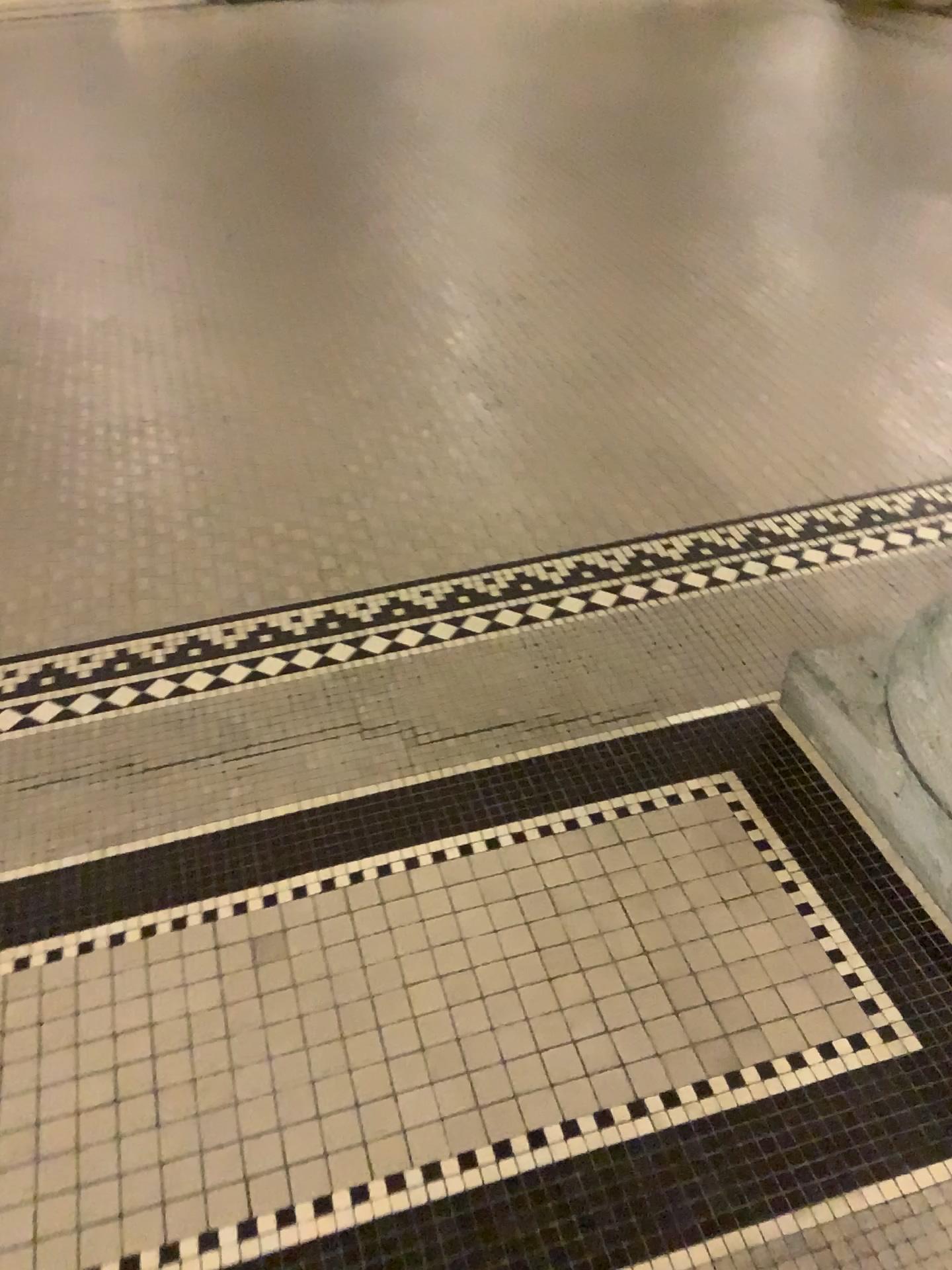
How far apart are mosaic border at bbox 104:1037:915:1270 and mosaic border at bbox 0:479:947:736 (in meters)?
0.89

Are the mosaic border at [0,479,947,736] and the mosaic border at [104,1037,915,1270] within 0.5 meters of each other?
no

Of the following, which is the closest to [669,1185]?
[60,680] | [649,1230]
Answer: [649,1230]

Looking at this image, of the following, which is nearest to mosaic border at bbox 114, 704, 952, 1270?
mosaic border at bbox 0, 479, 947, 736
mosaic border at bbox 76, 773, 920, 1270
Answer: mosaic border at bbox 76, 773, 920, 1270

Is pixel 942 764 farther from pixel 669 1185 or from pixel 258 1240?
pixel 258 1240

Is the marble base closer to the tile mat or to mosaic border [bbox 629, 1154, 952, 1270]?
the tile mat

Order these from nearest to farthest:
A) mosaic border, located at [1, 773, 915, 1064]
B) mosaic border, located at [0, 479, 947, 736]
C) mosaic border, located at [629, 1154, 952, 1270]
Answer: mosaic border, located at [629, 1154, 952, 1270], mosaic border, located at [1, 773, 915, 1064], mosaic border, located at [0, 479, 947, 736]

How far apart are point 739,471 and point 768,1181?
1.6m

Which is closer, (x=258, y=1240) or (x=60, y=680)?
(x=258, y=1240)

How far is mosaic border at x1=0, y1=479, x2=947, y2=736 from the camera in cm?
181
